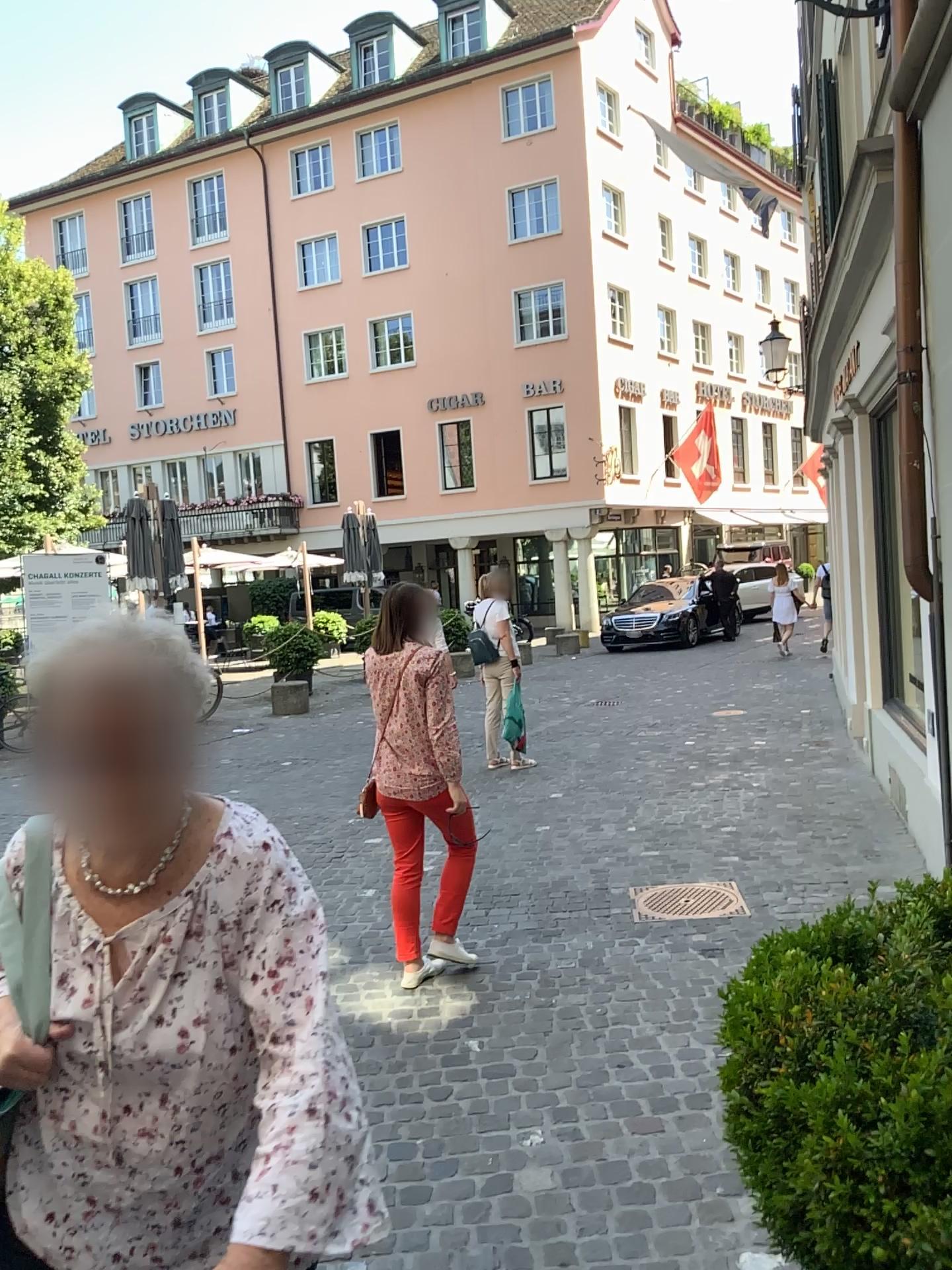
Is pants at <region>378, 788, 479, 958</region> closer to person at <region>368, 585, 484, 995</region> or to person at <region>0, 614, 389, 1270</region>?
person at <region>368, 585, 484, 995</region>

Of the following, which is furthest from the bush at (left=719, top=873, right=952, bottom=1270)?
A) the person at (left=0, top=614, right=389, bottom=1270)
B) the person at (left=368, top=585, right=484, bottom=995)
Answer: the person at (left=368, top=585, right=484, bottom=995)

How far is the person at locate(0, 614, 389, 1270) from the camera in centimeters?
129cm

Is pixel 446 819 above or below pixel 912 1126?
below

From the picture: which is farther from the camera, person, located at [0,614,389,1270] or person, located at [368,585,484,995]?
person, located at [368,585,484,995]

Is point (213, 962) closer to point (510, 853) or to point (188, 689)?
point (188, 689)

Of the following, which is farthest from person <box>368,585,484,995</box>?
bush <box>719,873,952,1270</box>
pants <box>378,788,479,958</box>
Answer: bush <box>719,873,952,1270</box>

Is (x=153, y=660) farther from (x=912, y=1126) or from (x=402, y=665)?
(x=402, y=665)

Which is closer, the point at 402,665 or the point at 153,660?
the point at 153,660

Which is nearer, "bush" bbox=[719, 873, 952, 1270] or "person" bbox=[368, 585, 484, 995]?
"bush" bbox=[719, 873, 952, 1270]
